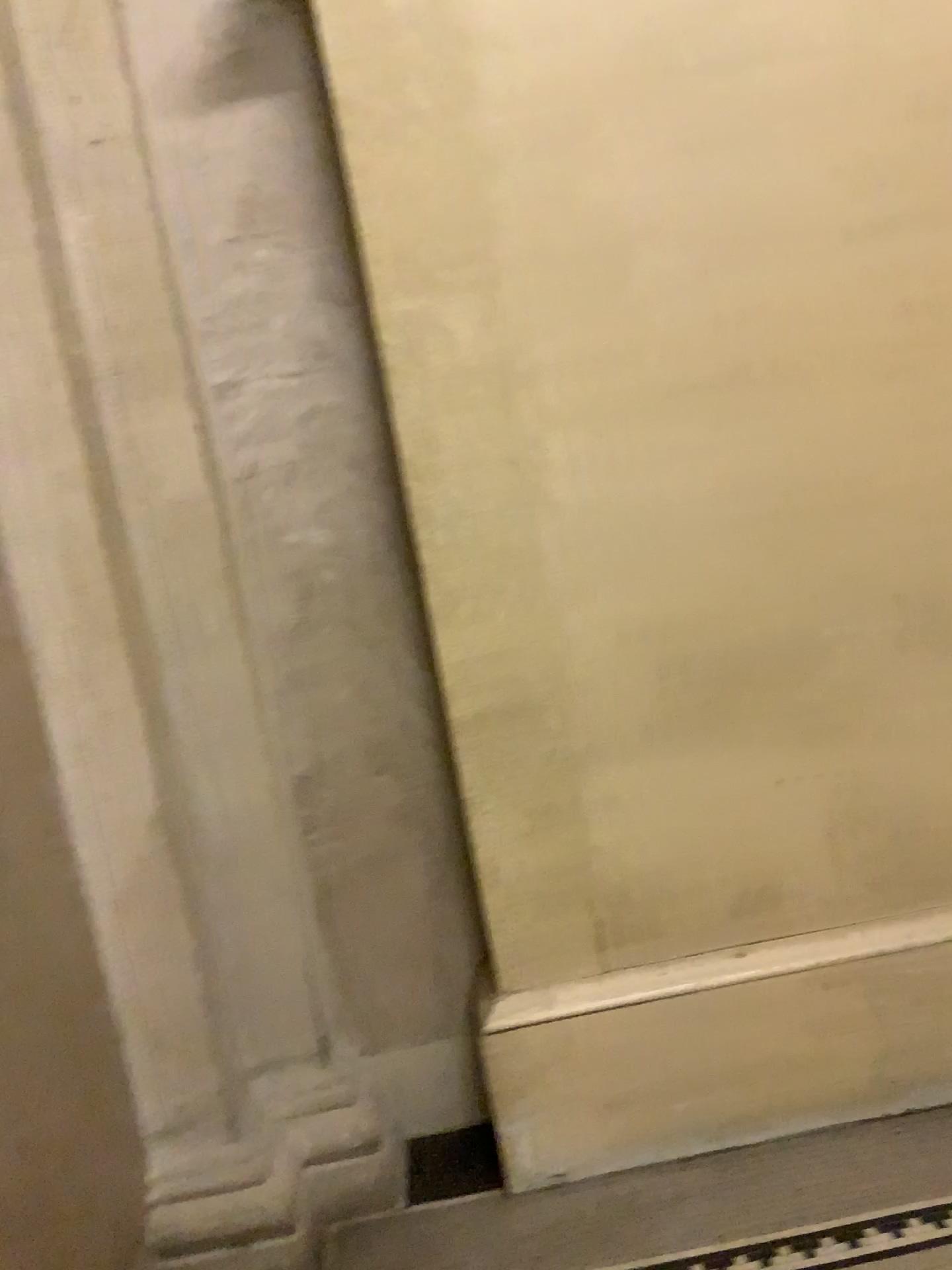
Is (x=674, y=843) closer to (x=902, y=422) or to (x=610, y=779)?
(x=610, y=779)

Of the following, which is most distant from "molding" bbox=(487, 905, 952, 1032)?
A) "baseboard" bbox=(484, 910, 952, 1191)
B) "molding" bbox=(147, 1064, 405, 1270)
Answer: "molding" bbox=(147, 1064, 405, 1270)

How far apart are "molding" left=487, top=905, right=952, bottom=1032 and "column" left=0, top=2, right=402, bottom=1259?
0.4m

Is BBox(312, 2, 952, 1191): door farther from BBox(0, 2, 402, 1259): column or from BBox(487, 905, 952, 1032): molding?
BBox(0, 2, 402, 1259): column

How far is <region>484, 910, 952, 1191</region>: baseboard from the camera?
2.2m

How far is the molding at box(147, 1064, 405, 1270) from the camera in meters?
2.0

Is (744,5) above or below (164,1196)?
above

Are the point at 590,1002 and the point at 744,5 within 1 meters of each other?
no

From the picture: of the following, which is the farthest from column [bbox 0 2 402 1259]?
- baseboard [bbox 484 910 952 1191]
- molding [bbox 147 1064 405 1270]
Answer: baseboard [bbox 484 910 952 1191]

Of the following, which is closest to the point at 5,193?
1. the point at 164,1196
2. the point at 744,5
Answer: the point at 744,5
